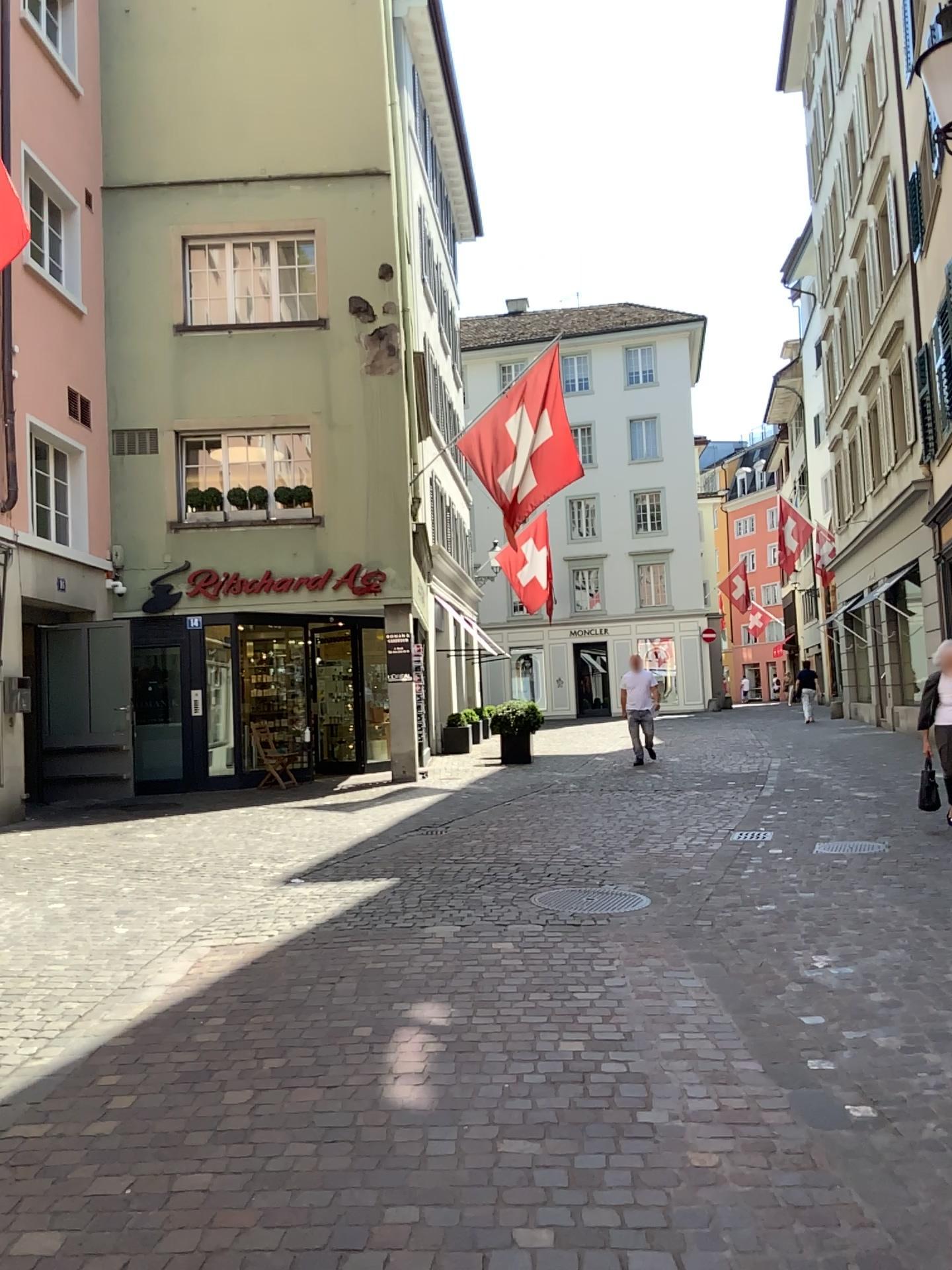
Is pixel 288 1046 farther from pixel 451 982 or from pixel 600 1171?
pixel 600 1171
